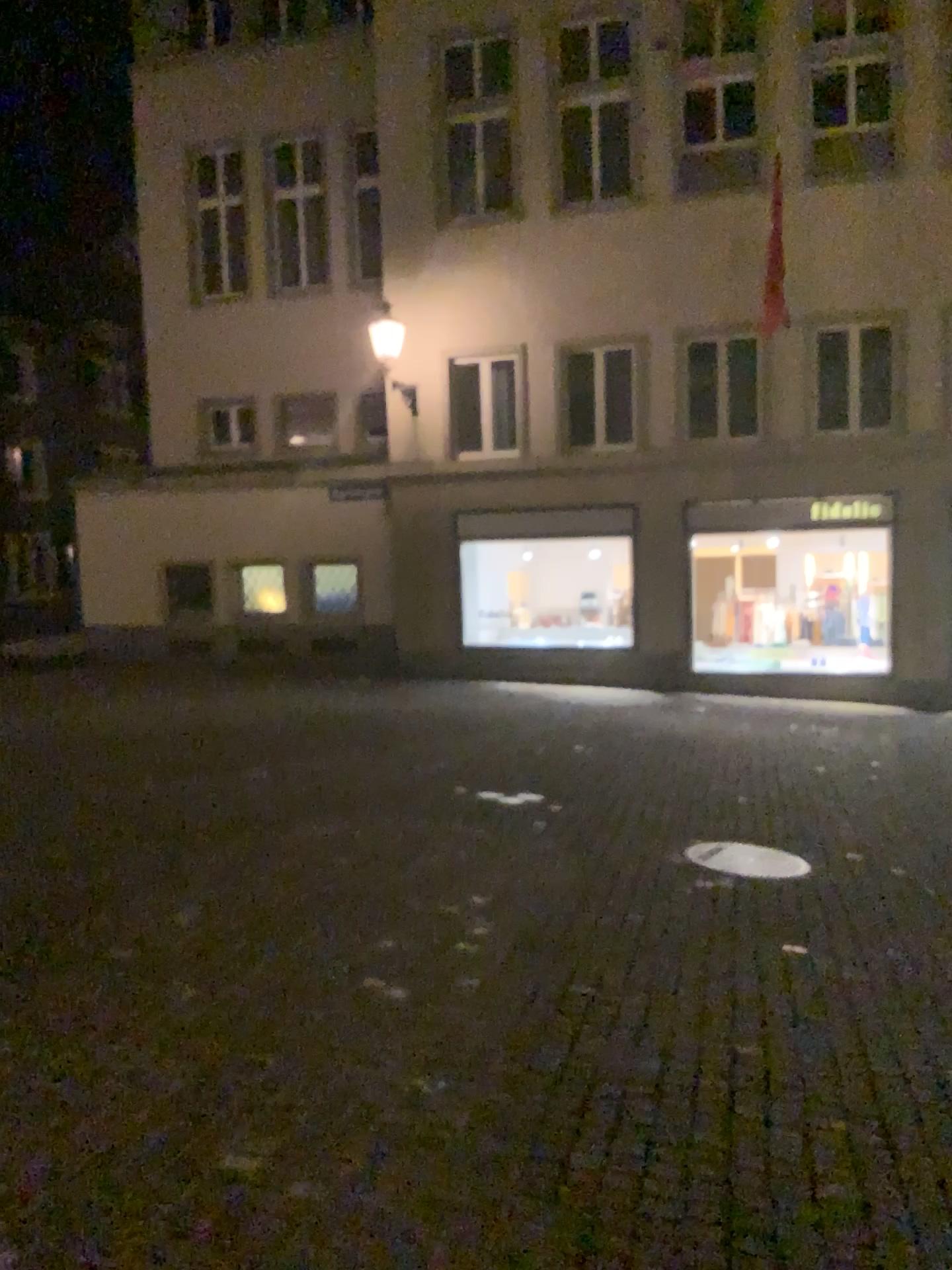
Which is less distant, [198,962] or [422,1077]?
[422,1077]
